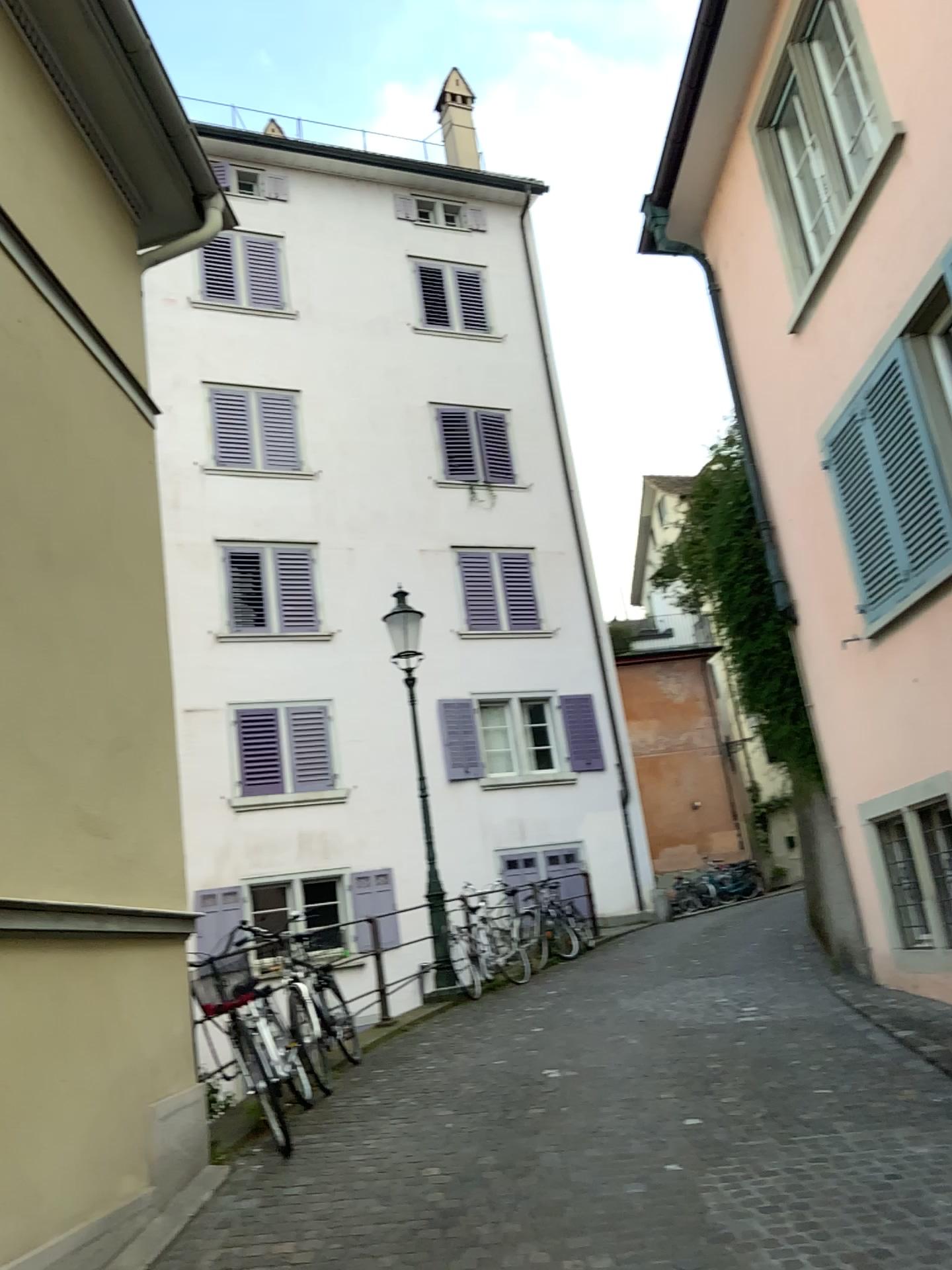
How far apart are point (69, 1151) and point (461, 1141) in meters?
1.9
